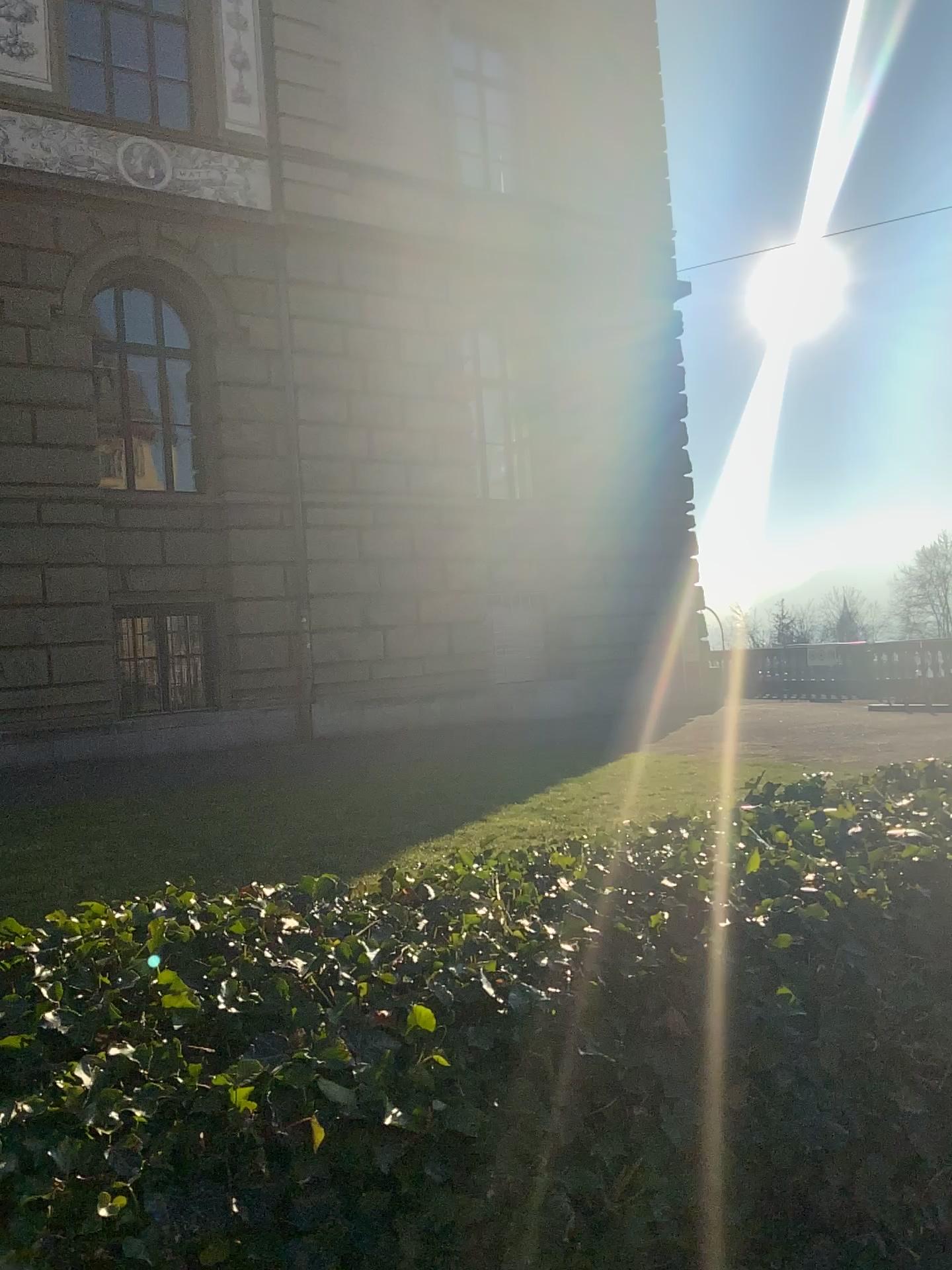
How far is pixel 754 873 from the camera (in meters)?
1.88
